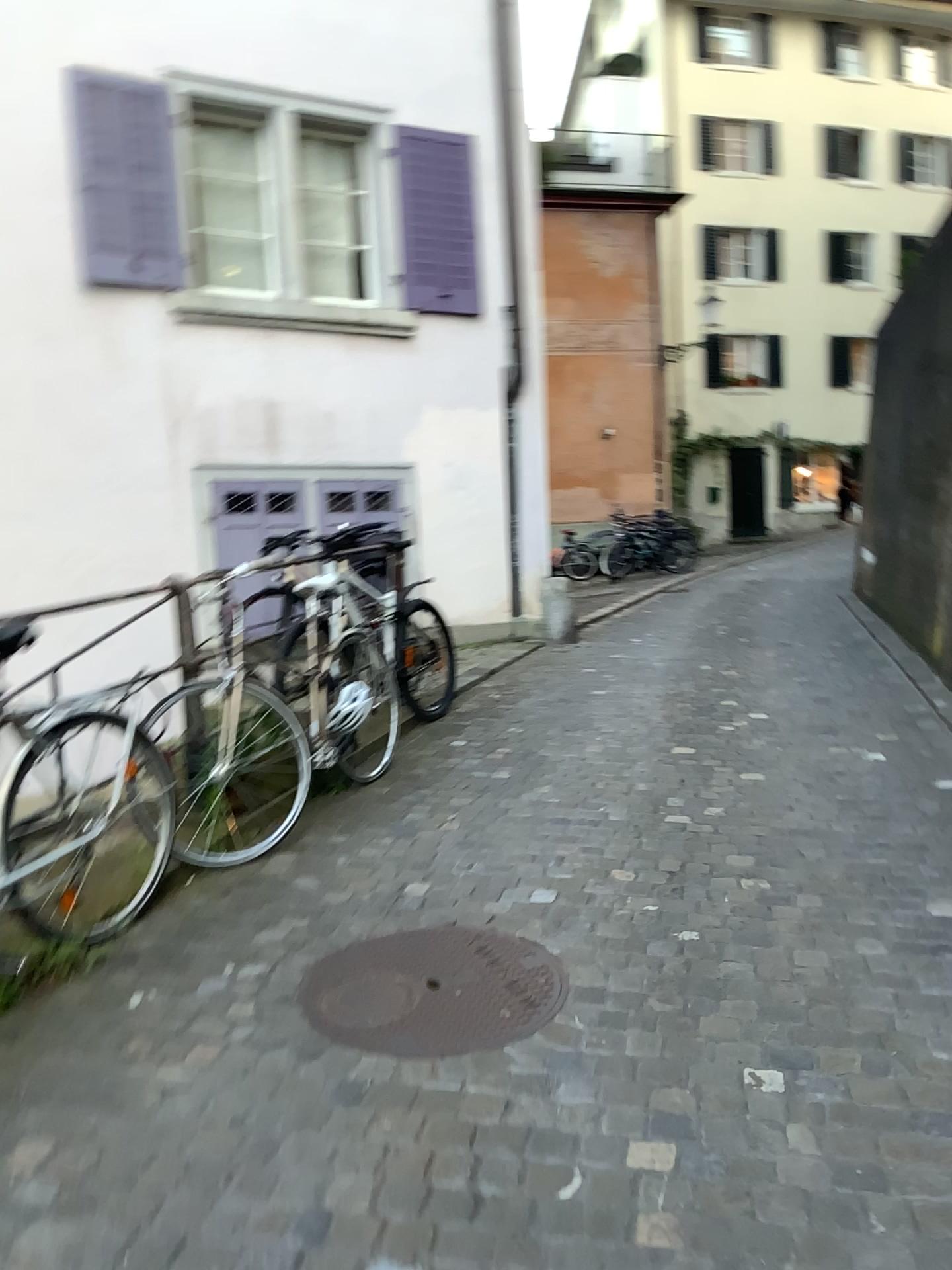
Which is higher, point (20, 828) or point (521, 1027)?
point (20, 828)

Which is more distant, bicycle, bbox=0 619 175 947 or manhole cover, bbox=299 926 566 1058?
bicycle, bbox=0 619 175 947

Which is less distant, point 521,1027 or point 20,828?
point 521,1027

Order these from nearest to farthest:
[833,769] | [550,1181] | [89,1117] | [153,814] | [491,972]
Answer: [550,1181]
[89,1117]
[491,972]
[153,814]
[833,769]
